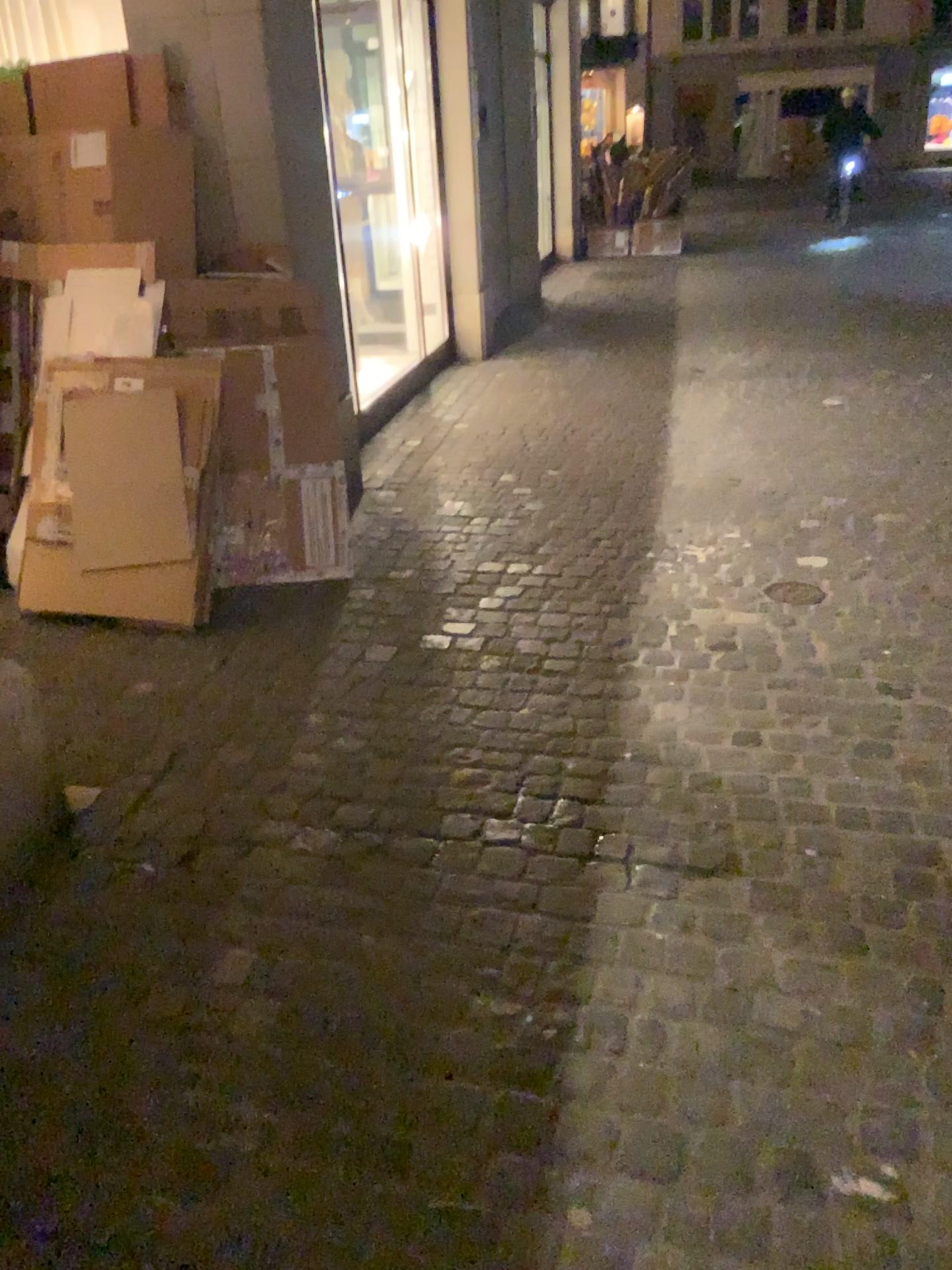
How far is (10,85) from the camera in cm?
366

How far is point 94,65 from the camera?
3.6 meters

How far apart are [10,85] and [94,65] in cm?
33

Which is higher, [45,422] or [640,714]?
[45,422]

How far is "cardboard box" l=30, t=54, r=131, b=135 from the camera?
3.6 meters

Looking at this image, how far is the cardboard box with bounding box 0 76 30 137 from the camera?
3.66m
